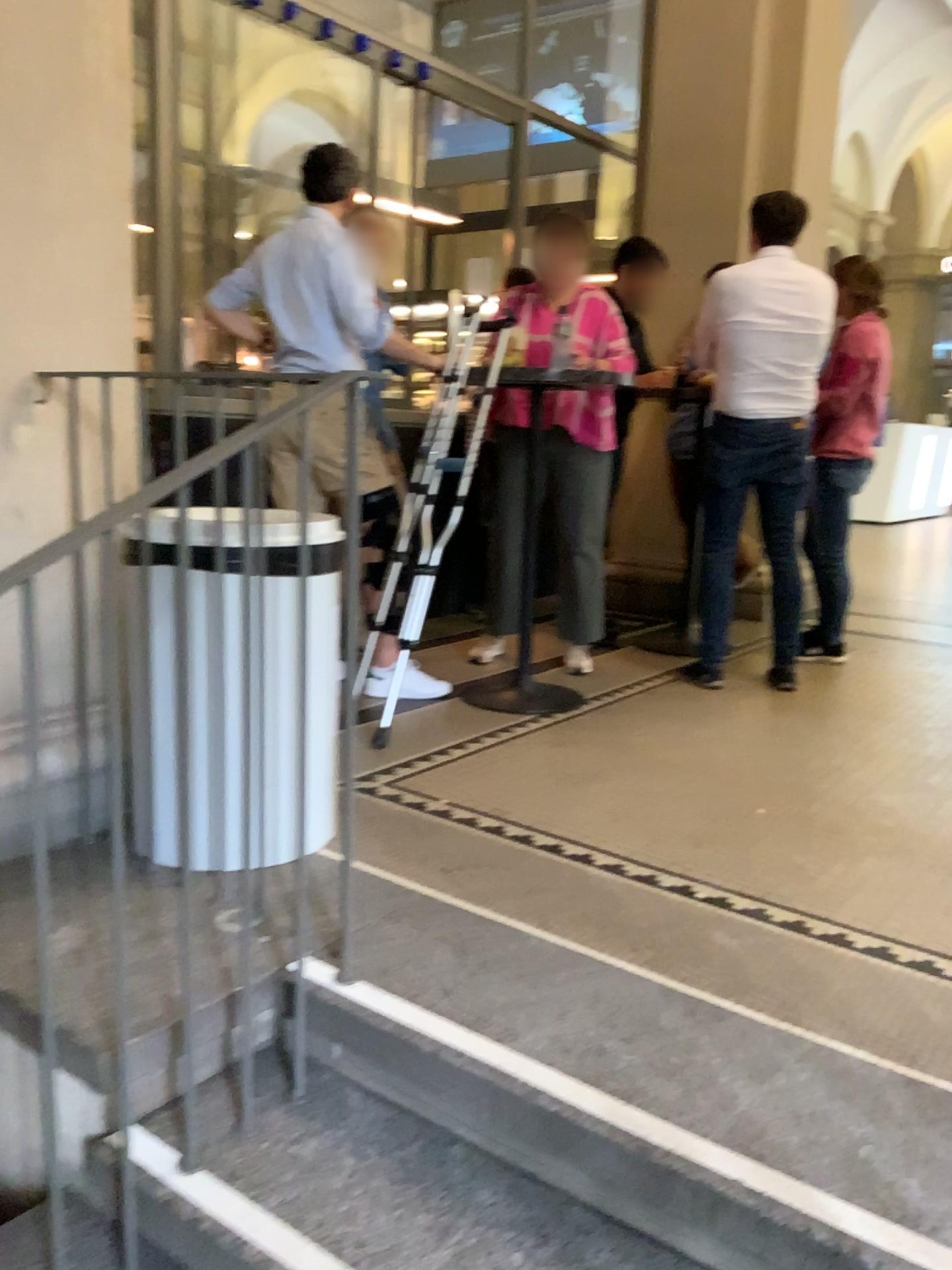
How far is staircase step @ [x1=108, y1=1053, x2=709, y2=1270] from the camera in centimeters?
143cm

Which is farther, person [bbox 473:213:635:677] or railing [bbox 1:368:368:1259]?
person [bbox 473:213:635:677]

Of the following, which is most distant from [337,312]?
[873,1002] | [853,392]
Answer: [873,1002]

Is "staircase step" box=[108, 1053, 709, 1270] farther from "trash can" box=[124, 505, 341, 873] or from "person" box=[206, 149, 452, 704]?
"person" box=[206, 149, 452, 704]

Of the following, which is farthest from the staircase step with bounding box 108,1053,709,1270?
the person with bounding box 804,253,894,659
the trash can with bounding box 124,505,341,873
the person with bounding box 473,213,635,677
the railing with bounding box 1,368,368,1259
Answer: the person with bounding box 804,253,894,659

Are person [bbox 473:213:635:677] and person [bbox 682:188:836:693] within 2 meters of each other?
yes

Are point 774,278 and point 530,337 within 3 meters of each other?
yes

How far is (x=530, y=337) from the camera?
4.0 meters

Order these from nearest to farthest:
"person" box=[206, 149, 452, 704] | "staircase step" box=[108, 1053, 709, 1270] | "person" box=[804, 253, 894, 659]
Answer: "staircase step" box=[108, 1053, 709, 1270] < "person" box=[206, 149, 452, 704] < "person" box=[804, 253, 894, 659]

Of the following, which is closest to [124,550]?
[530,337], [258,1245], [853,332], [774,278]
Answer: [258,1245]
